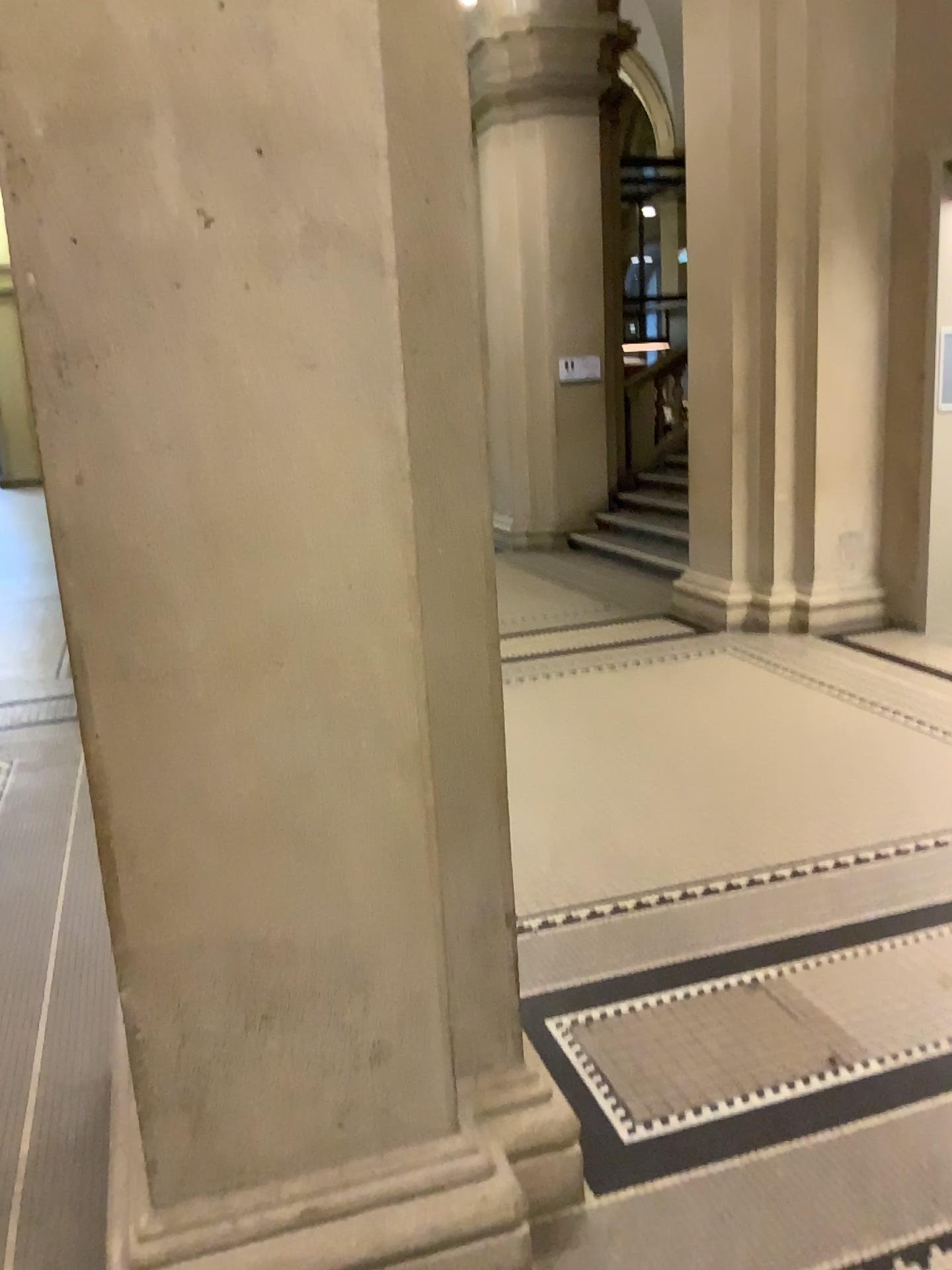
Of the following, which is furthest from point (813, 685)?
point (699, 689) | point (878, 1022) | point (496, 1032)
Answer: point (496, 1032)
